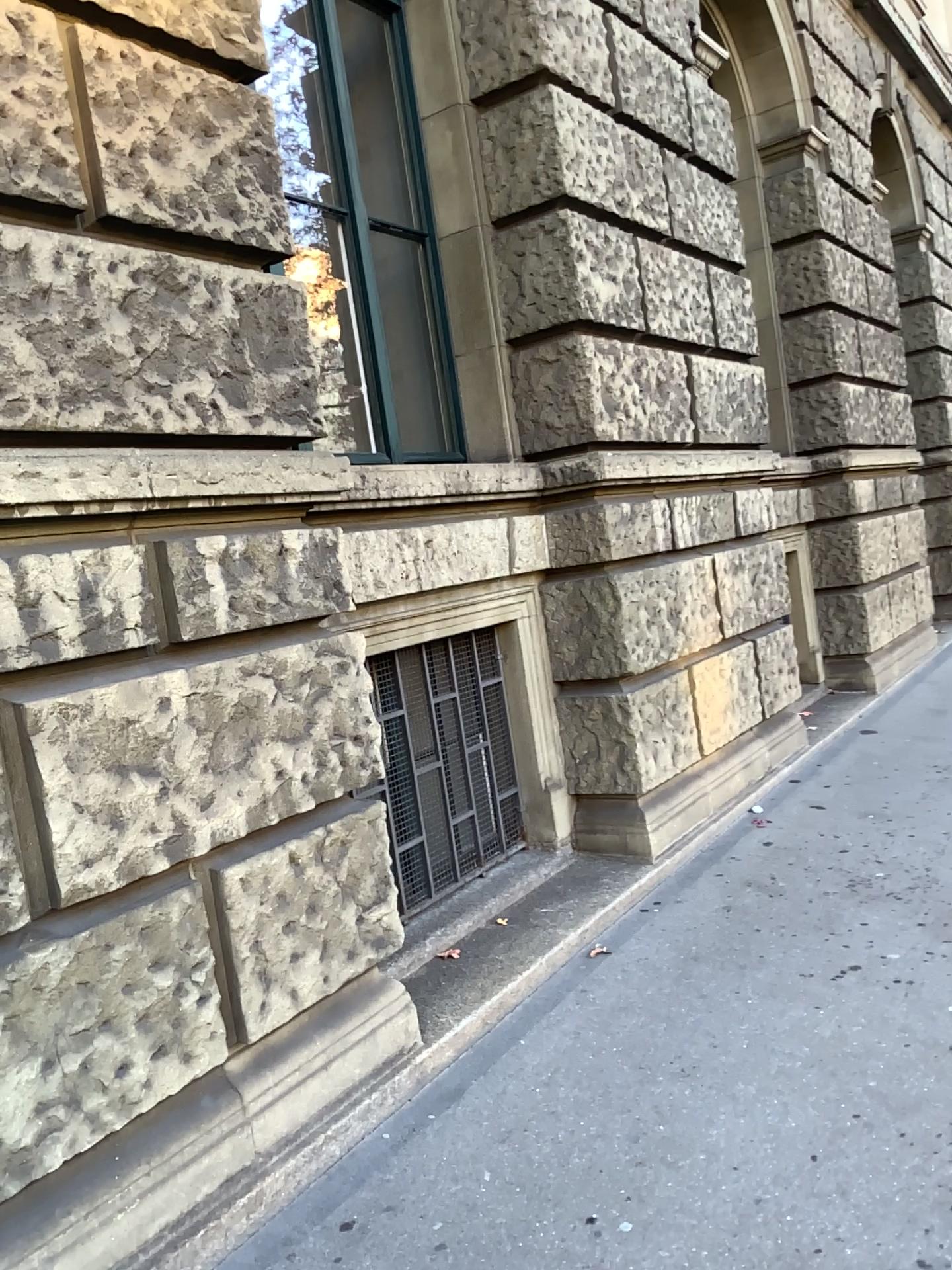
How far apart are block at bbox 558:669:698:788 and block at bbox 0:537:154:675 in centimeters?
248cm

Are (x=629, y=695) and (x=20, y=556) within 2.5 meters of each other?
no

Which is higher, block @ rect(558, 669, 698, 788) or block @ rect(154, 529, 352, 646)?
block @ rect(154, 529, 352, 646)

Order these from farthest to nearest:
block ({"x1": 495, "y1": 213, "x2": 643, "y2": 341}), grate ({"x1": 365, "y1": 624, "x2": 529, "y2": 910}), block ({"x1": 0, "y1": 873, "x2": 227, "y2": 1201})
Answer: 1. block ({"x1": 495, "y1": 213, "x2": 643, "y2": 341})
2. grate ({"x1": 365, "y1": 624, "x2": 529, "y2": 910})
3. block ({"x1": 0, "y1": 873, "x2": 227, "y2": 1201})

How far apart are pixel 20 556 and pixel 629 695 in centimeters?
292cm

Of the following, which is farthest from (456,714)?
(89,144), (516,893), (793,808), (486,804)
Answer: (89,144)

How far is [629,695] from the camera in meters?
4.6 m

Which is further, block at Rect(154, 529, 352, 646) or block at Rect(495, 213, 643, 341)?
block at Rect(495, 213, 643, 341)

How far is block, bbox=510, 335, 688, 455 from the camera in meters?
4.4

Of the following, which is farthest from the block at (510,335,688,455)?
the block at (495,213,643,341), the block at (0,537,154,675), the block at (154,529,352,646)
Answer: the block at (0,537,154,675)
